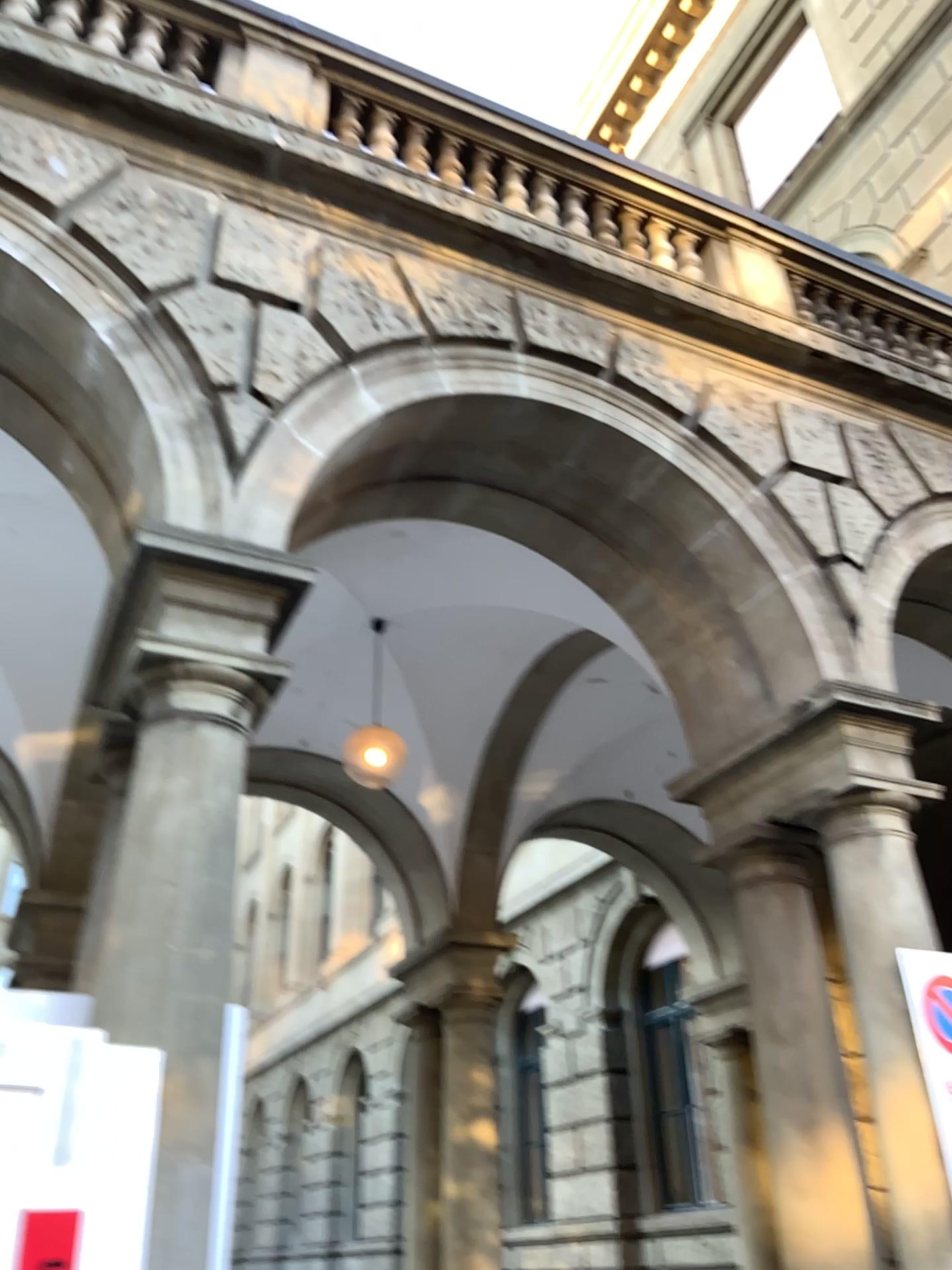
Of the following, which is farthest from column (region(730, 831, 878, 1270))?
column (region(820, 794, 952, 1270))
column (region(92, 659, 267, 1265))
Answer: column (region(92, 659, 267, 1265))

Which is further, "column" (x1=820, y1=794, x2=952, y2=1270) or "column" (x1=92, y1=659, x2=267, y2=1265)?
"column" (x1=820, y1=794, x2=952, y2=1270)

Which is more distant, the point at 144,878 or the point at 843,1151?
the point at 843,1151

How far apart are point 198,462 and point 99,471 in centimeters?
84cm

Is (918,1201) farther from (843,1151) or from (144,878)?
(144,878)

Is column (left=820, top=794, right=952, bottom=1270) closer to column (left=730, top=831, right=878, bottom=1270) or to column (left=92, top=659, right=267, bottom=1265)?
column (left=730, top=831, right=878, bottom=1270)

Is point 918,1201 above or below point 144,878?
below

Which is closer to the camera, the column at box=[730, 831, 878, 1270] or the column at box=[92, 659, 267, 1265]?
the column at box=[92, 659, 267, 1265]
